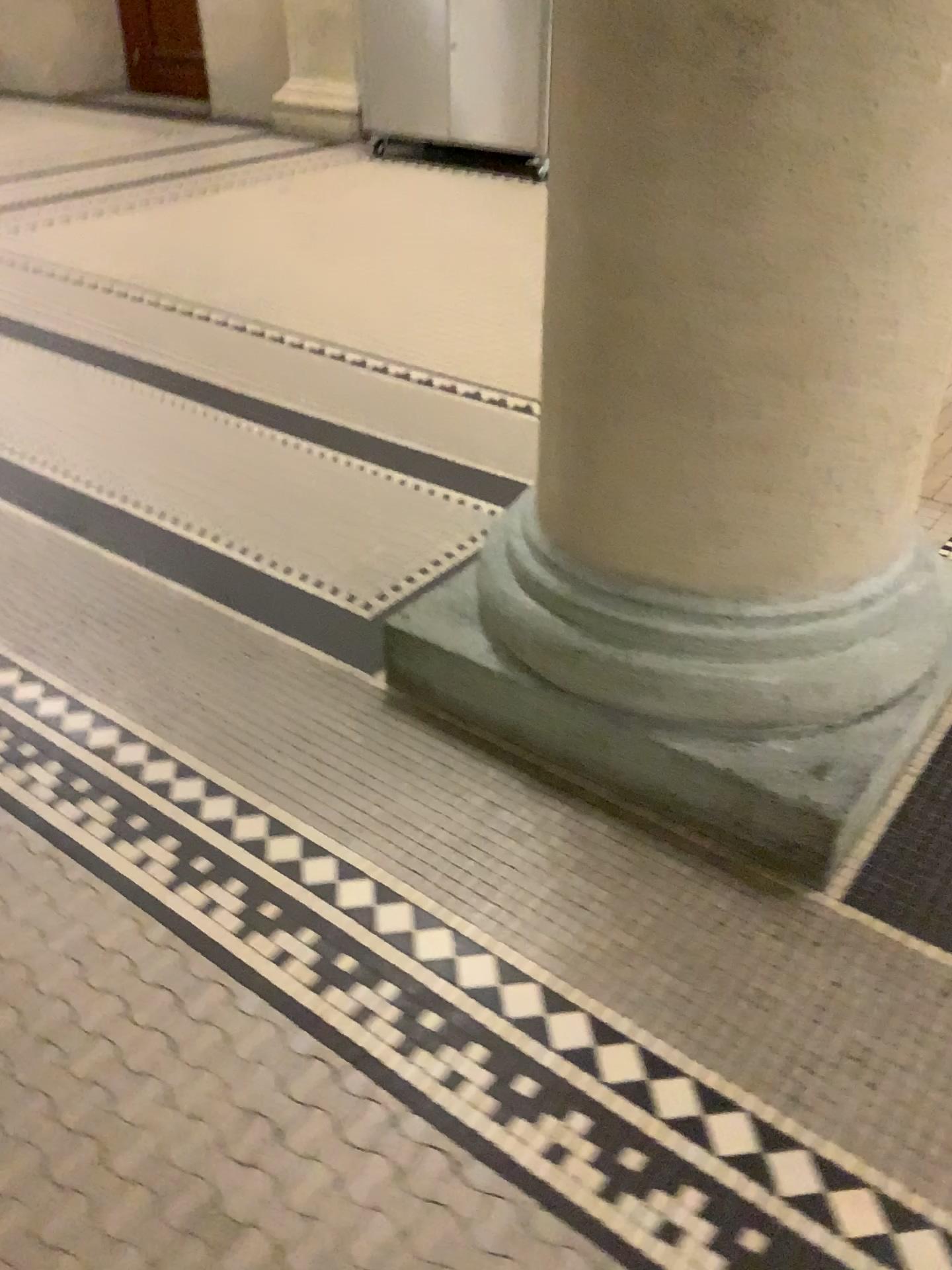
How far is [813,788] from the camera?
1.3m

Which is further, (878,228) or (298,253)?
(298,253)

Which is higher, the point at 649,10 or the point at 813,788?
the point at 649,10

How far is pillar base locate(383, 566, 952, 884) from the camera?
1.3m
